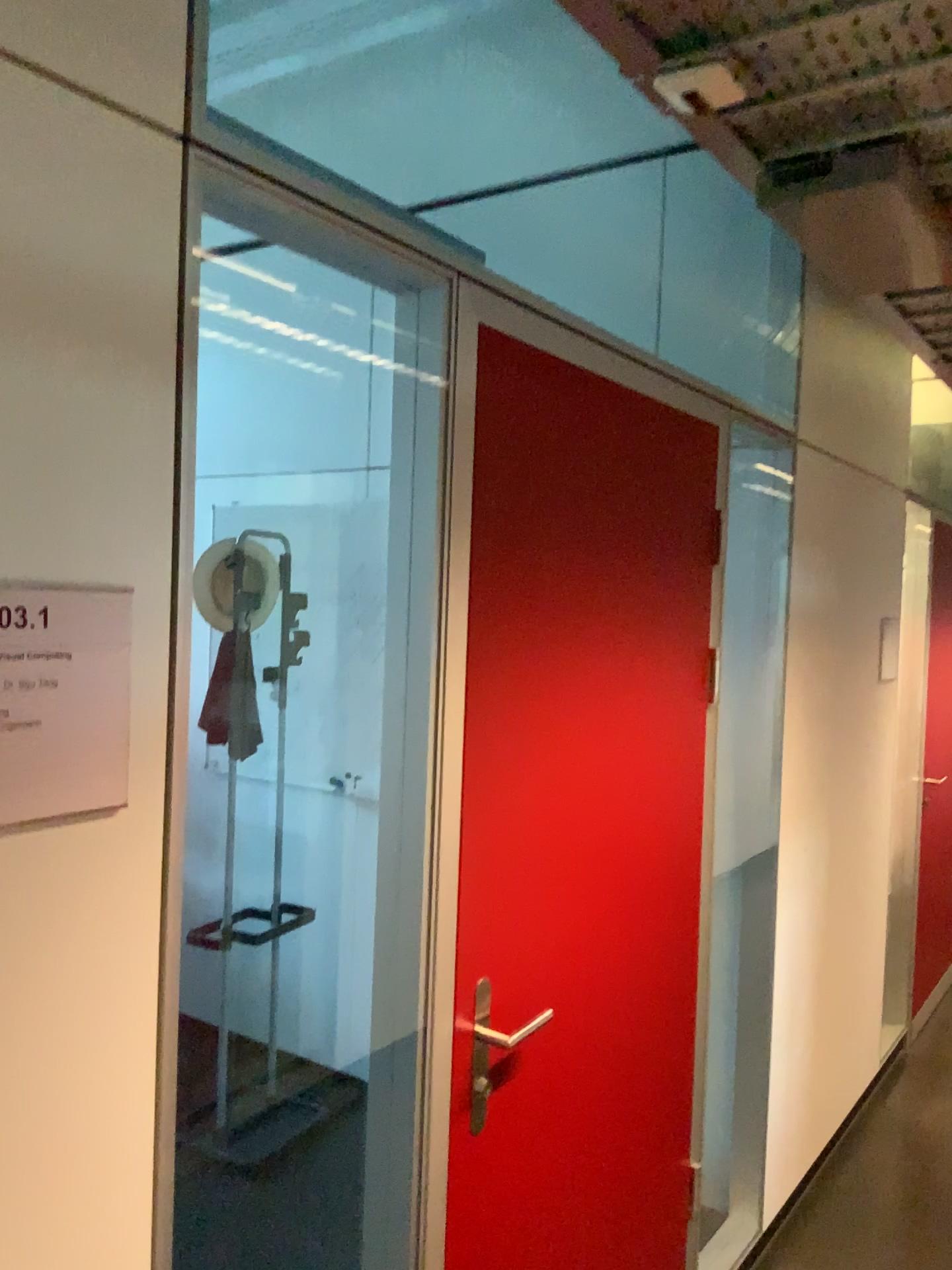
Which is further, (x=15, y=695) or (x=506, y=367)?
(x=506, y=367)

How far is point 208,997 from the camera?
3.88m

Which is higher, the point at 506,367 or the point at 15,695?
the point at 506,367

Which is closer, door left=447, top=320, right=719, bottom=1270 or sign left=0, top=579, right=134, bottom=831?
sign left=0, top=579, right=134, bottom=831

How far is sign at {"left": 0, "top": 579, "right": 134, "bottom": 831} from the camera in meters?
0.9 m

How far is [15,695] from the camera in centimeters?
93cm
